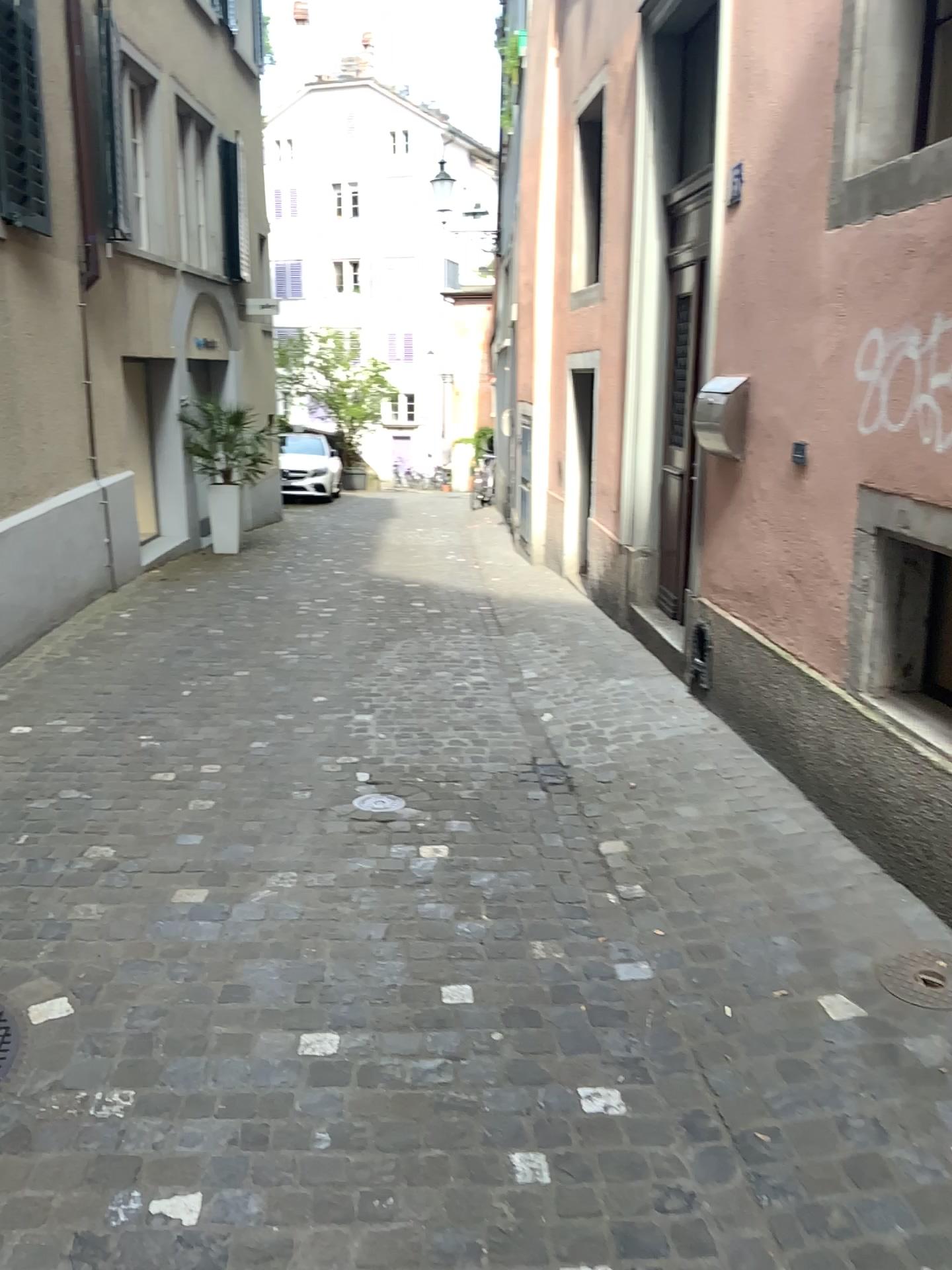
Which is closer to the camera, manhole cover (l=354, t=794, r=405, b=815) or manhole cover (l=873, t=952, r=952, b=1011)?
manhole cover (l=873, t=952, r=952, b=1011)

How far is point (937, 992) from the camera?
2.5 meters

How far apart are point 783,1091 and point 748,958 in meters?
0.5 m

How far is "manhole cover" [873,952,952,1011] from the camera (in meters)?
2.53

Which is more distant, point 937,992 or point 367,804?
point 367,804
